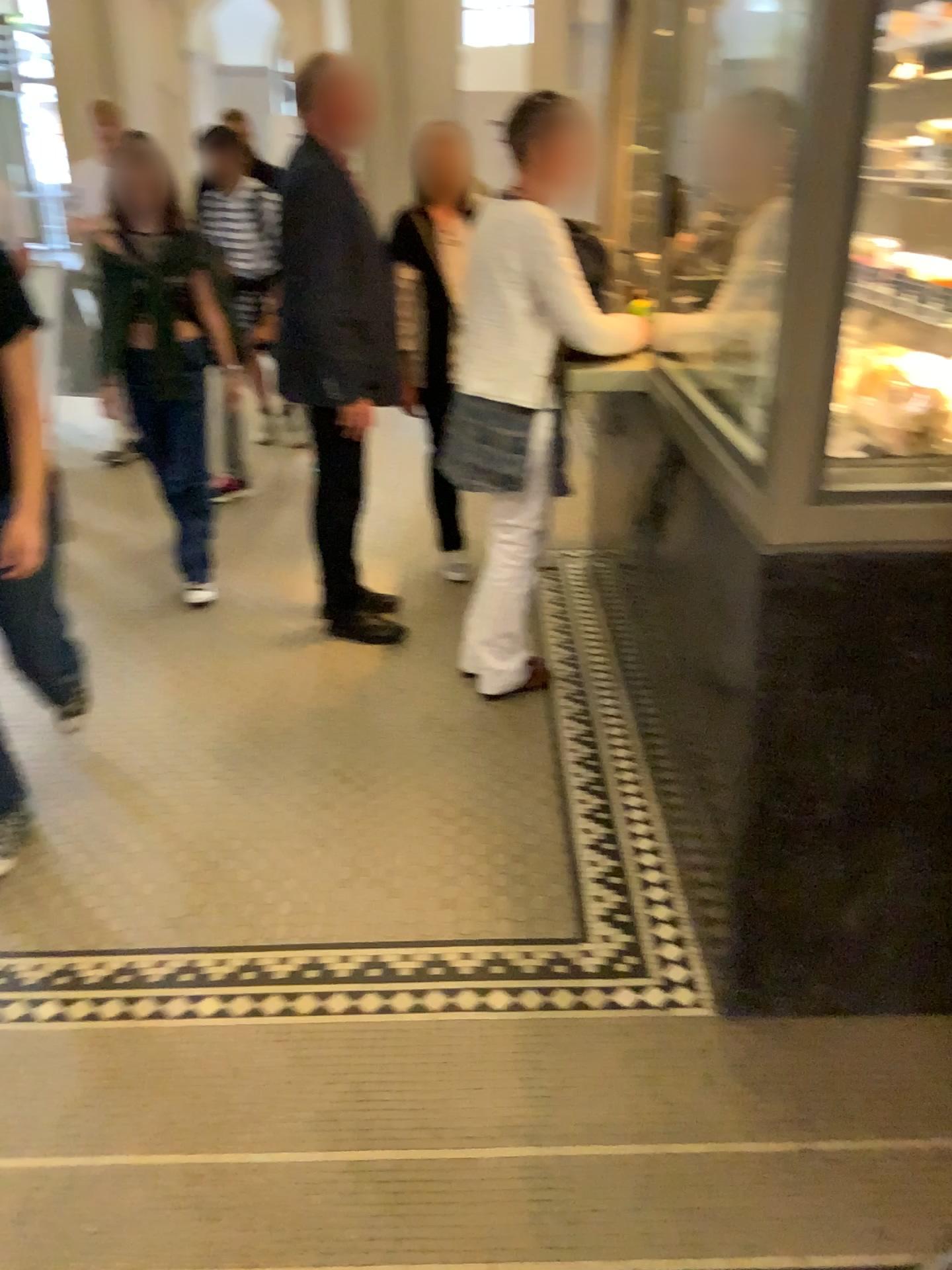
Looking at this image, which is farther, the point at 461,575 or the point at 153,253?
the point at 461,575

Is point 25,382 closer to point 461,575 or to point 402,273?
point 402,273

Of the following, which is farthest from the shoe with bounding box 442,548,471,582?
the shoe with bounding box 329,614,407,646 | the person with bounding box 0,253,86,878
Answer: the person with bounding box 0,253,86,878

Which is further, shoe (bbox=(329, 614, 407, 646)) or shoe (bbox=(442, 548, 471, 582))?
shoe (bbox=(442, 548, 471, 582))

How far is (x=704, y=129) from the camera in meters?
2.5

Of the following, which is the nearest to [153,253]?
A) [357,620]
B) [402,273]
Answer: [402,273]

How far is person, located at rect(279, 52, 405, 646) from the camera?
3.1m

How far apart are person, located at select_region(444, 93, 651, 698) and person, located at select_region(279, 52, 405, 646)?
0.4 meters

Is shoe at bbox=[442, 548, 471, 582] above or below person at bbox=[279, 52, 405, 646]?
below

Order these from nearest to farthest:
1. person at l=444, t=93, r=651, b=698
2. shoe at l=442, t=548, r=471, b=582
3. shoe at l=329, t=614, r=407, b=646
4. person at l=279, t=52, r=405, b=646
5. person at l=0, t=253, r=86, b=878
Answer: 1. person at l=0, t=253, r=86, b=878
2. person at l=444, t=93, r=651, b=698
3. person at l=279, t=52, r=405, b=646
4. shoe at l=329, t=614, r=407, b=646
5. shoe at l=442, t=548, r=471, b=582
